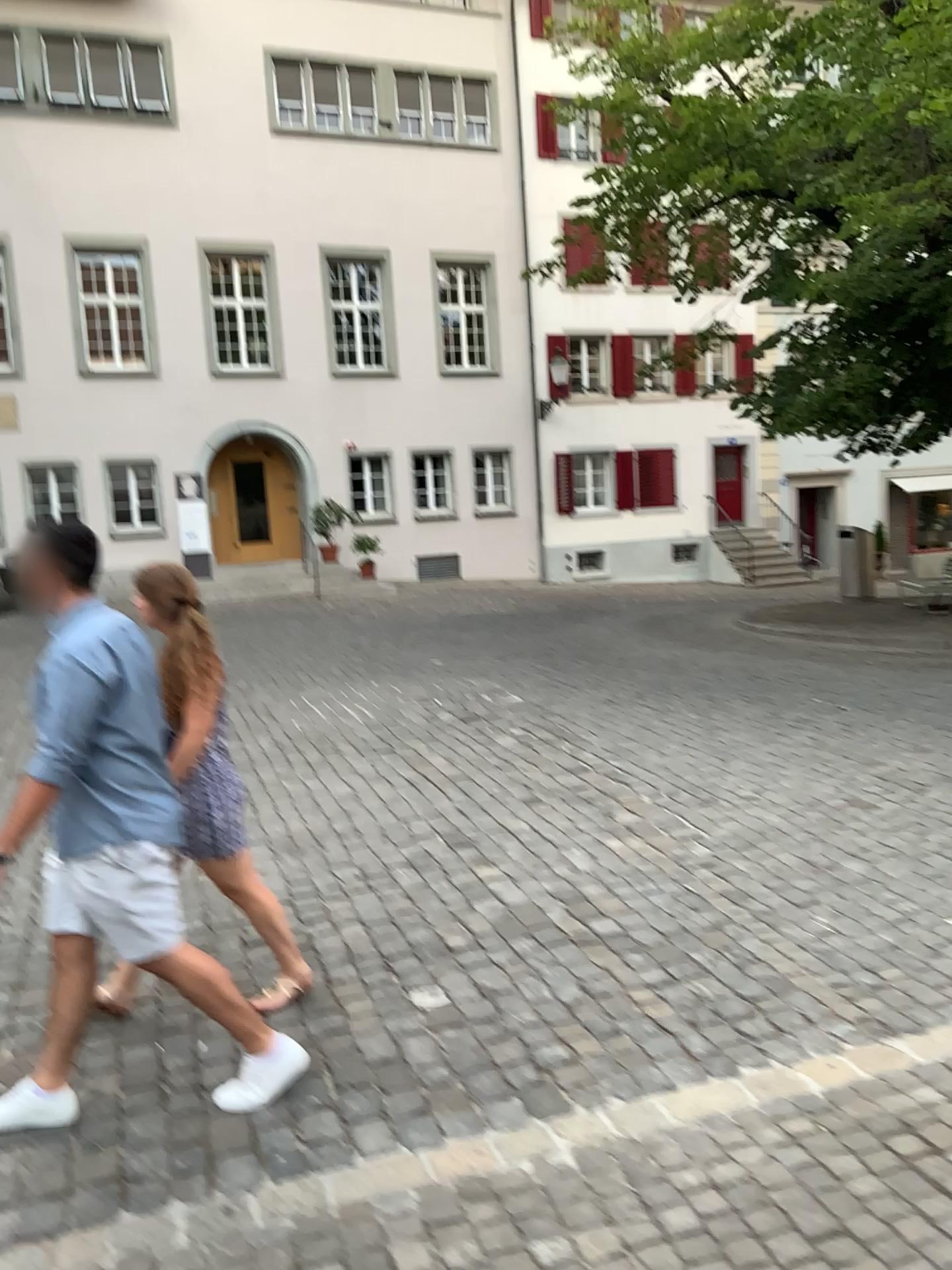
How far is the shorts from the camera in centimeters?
302cm

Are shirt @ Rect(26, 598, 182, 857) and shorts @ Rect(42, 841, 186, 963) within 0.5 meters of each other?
yes

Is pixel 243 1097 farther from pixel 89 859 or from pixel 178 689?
pixel 178 689

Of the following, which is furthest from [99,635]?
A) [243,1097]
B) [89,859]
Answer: [243,1097]

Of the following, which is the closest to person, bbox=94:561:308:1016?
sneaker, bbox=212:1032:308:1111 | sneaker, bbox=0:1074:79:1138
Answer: sneaker, bbox=212:1032:308:1111

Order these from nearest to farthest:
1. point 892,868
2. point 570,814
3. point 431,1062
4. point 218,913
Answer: point 431,1062 → point 218,913 → point 892,868 → point 570,814

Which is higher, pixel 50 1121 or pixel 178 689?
pixel 178 689

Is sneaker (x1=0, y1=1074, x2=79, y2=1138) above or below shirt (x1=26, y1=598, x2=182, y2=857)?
below

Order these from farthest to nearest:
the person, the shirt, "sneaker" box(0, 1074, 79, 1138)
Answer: the person < "sneaker" box(0, 1074, 79, 1138) < the shirt

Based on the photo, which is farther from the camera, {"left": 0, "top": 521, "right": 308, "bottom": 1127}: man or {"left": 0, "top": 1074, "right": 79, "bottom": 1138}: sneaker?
{"left": 0, "top": 1074, "right": 79, "bottom": 1138}: sneaker
